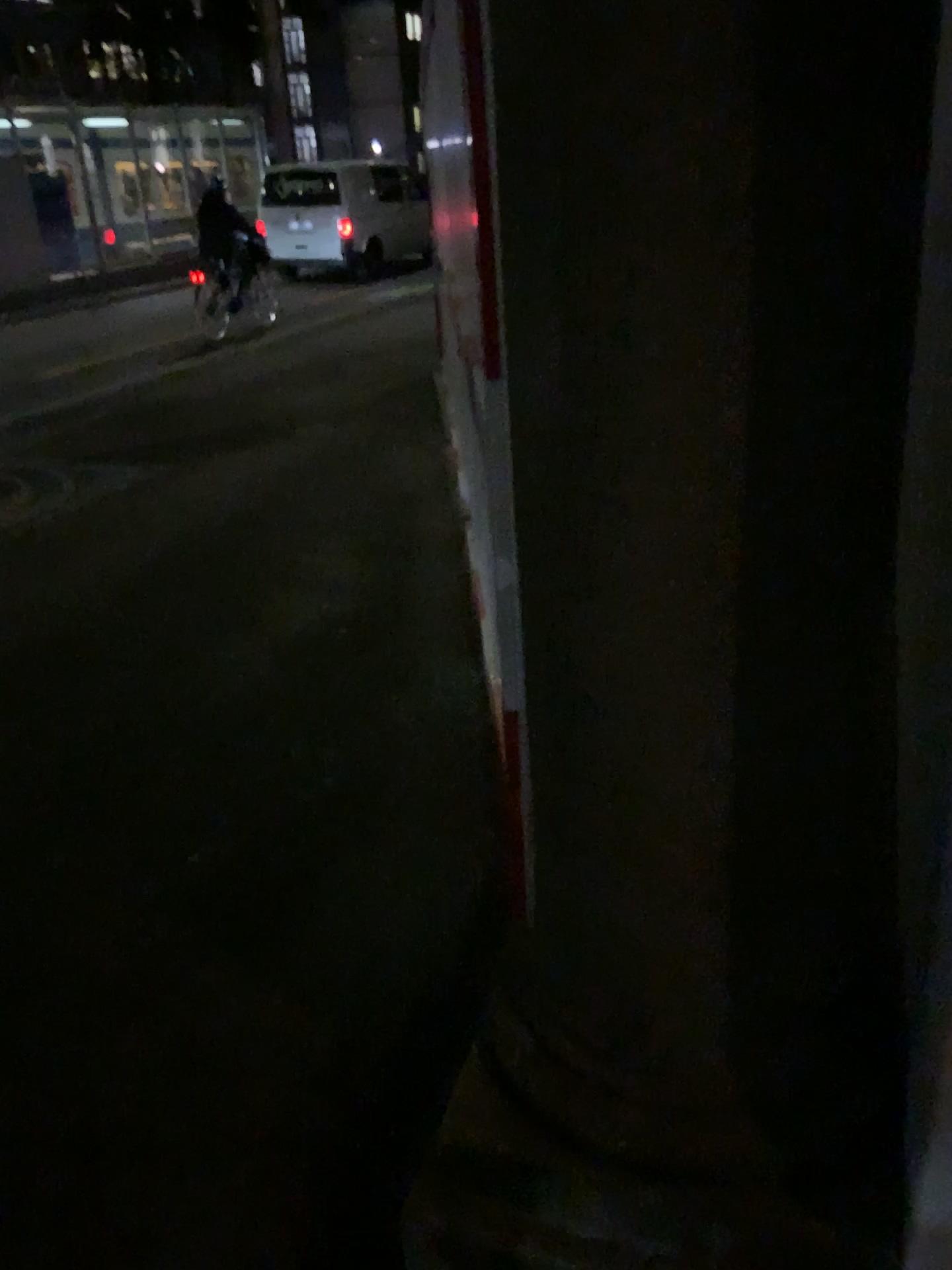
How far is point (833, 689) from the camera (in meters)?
1.12
